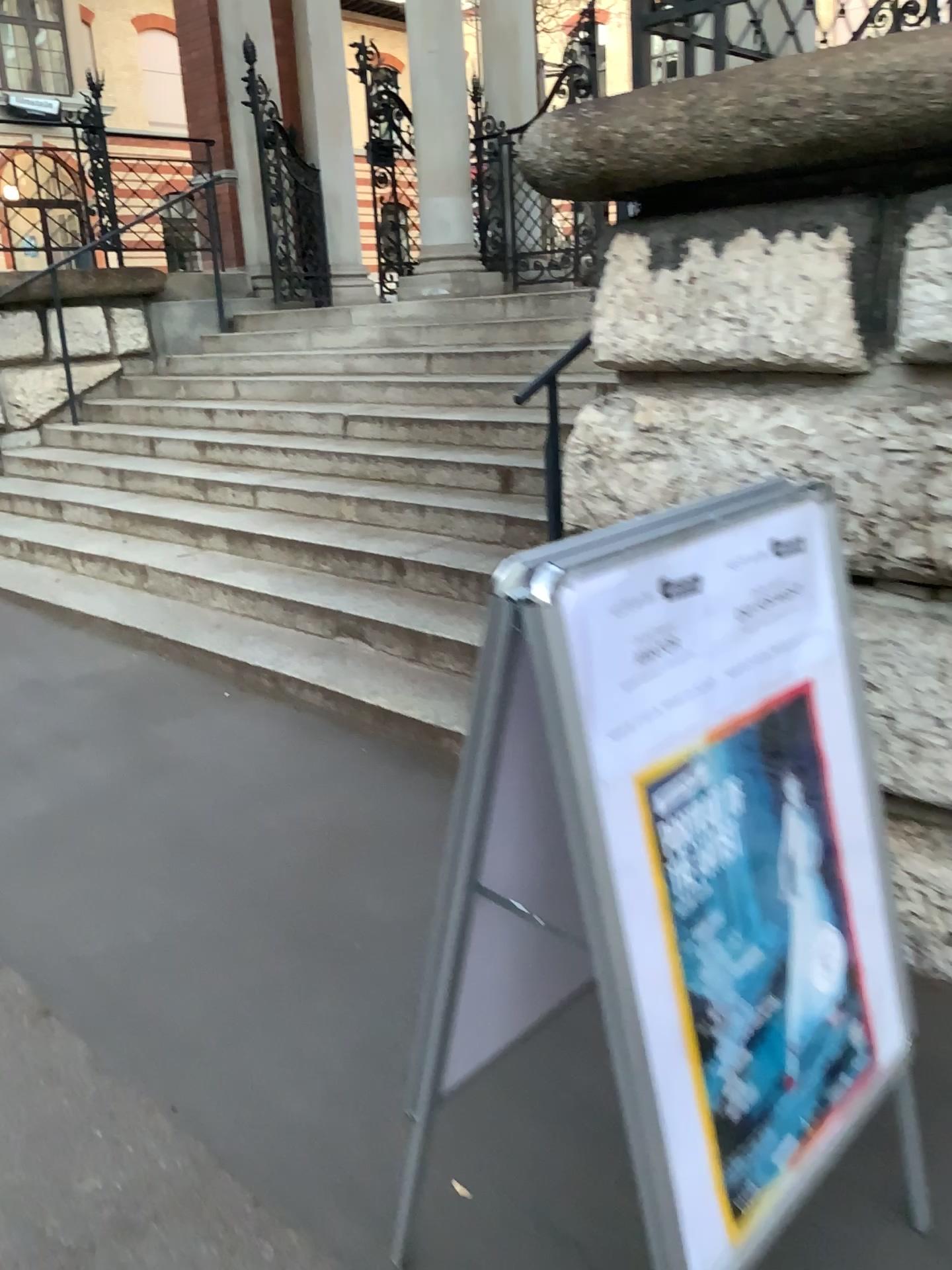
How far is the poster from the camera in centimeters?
128cm

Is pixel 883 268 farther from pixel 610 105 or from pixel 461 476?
pixel 461 476

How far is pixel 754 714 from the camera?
1.28m
